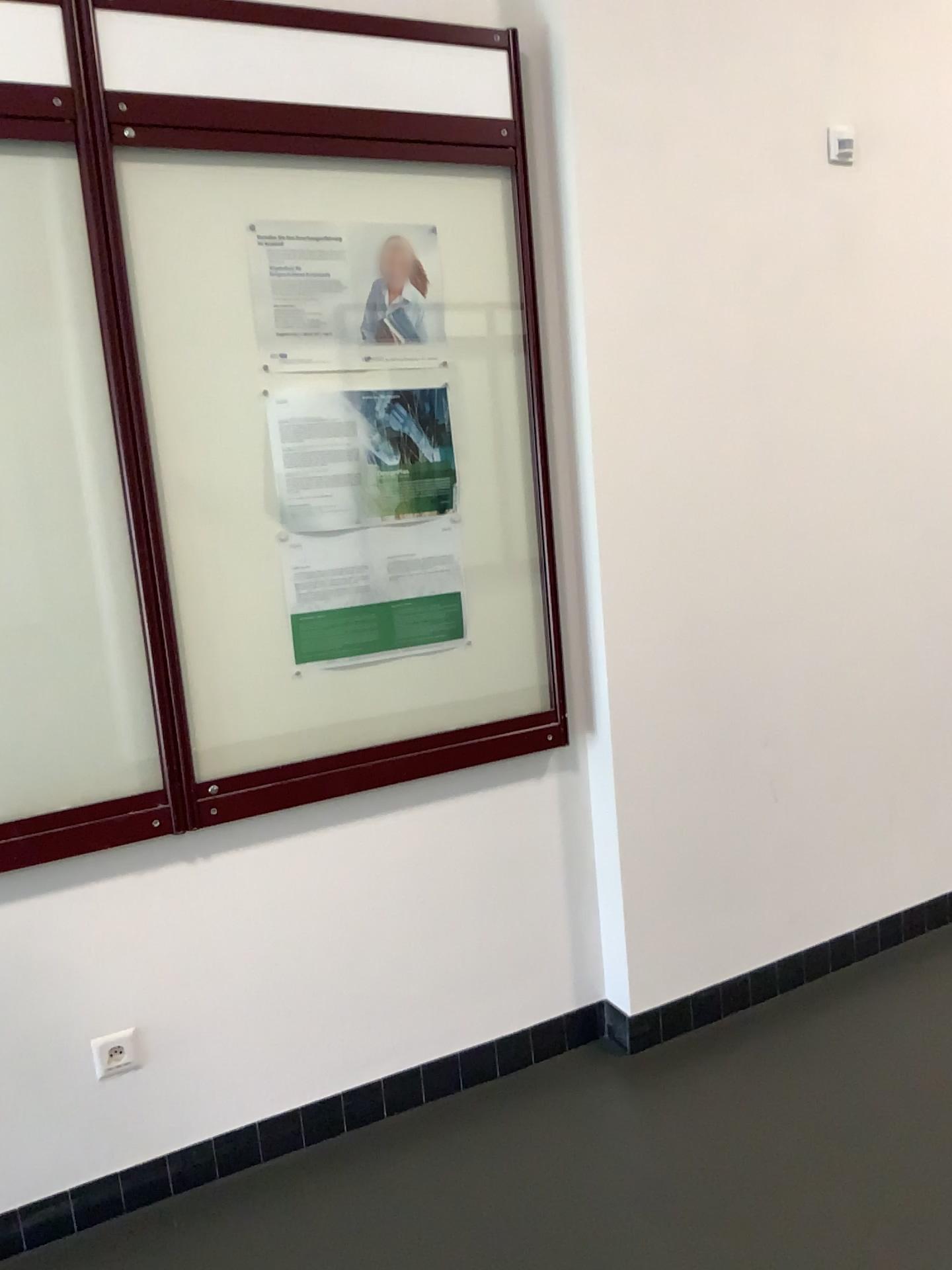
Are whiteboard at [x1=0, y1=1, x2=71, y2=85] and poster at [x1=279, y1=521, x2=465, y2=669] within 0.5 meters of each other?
no

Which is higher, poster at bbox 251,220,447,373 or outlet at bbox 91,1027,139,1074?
poster at bbox 251,220,447,373

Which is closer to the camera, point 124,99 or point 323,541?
point 124,99

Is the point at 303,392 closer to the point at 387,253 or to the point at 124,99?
the point at 387,253

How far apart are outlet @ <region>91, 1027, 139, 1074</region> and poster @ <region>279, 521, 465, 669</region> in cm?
86

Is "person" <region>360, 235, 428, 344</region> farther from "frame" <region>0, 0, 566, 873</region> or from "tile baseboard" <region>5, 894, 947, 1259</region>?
"tile baseboard" <region>5, 894, 947, 1259</region>

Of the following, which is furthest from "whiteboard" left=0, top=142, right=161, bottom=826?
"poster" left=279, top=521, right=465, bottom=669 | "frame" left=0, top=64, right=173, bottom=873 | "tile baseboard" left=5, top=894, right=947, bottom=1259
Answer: "tile baseboard" left=5, top=894, right=947, bottom=1259

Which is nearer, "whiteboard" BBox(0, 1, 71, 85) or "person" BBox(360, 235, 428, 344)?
"whiteboard" BBox(0, 1, 71, 85)

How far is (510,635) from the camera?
2.5m

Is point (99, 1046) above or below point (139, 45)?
below
